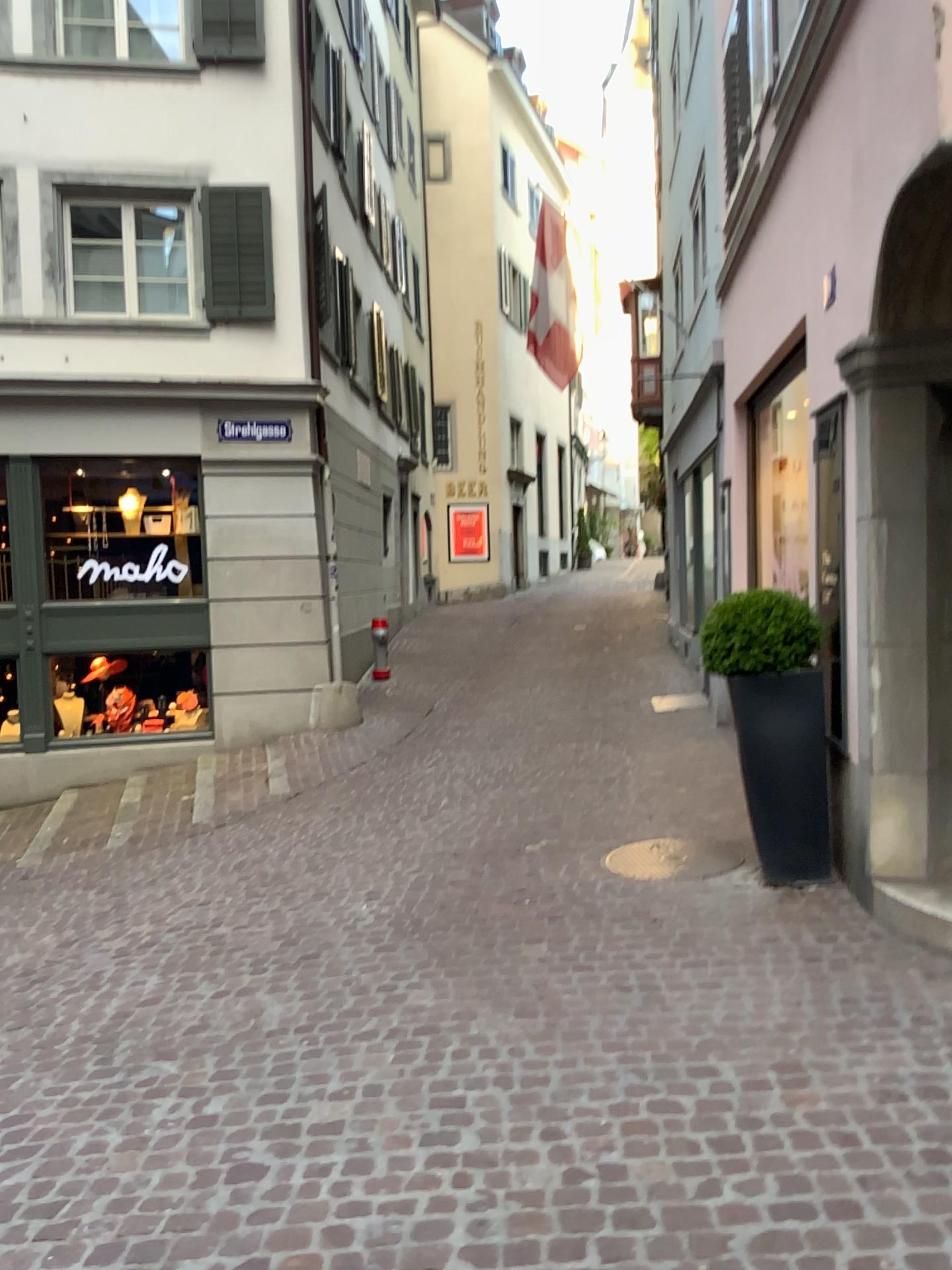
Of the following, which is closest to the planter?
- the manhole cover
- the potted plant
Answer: the potted plant

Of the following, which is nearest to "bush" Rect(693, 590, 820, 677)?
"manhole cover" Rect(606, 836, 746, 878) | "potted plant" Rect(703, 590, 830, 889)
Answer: "potted plant" Rect(703, 590, 830, 889)

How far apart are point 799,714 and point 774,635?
0.37m

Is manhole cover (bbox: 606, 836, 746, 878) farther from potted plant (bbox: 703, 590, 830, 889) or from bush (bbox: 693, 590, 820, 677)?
bush (bbox: 693, 590, 820, 677)

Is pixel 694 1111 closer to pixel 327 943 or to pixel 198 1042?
pixel 198 1042

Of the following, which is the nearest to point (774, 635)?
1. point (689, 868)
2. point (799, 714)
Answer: point (799, 714)

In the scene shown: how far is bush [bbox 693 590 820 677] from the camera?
4.7 meters

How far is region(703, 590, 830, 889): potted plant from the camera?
4.7m

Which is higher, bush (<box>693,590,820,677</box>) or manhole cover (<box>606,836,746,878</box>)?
bush (<box>693,590,820,677</box>)

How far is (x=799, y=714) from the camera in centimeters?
471cm
